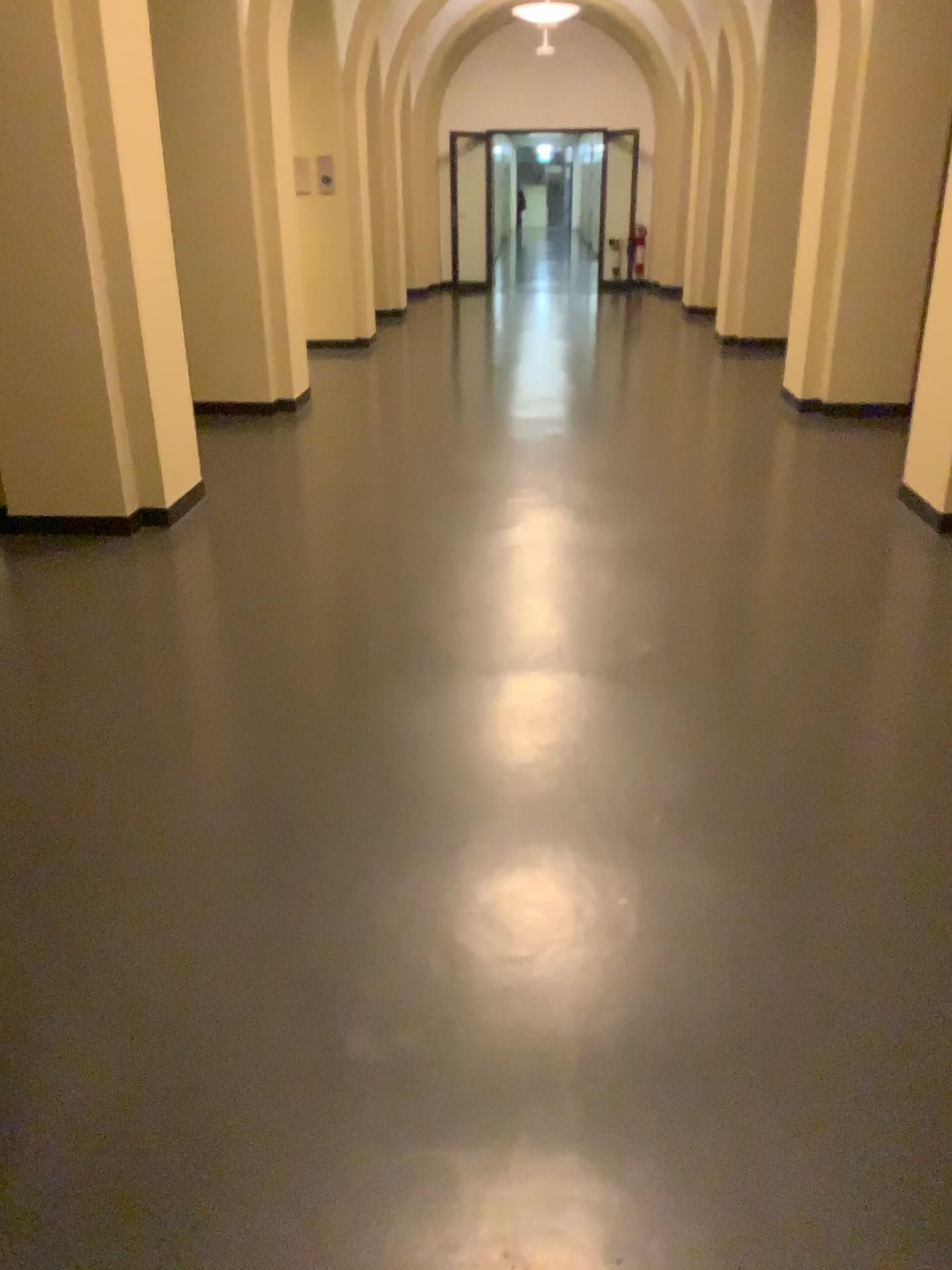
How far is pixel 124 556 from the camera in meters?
4.5
